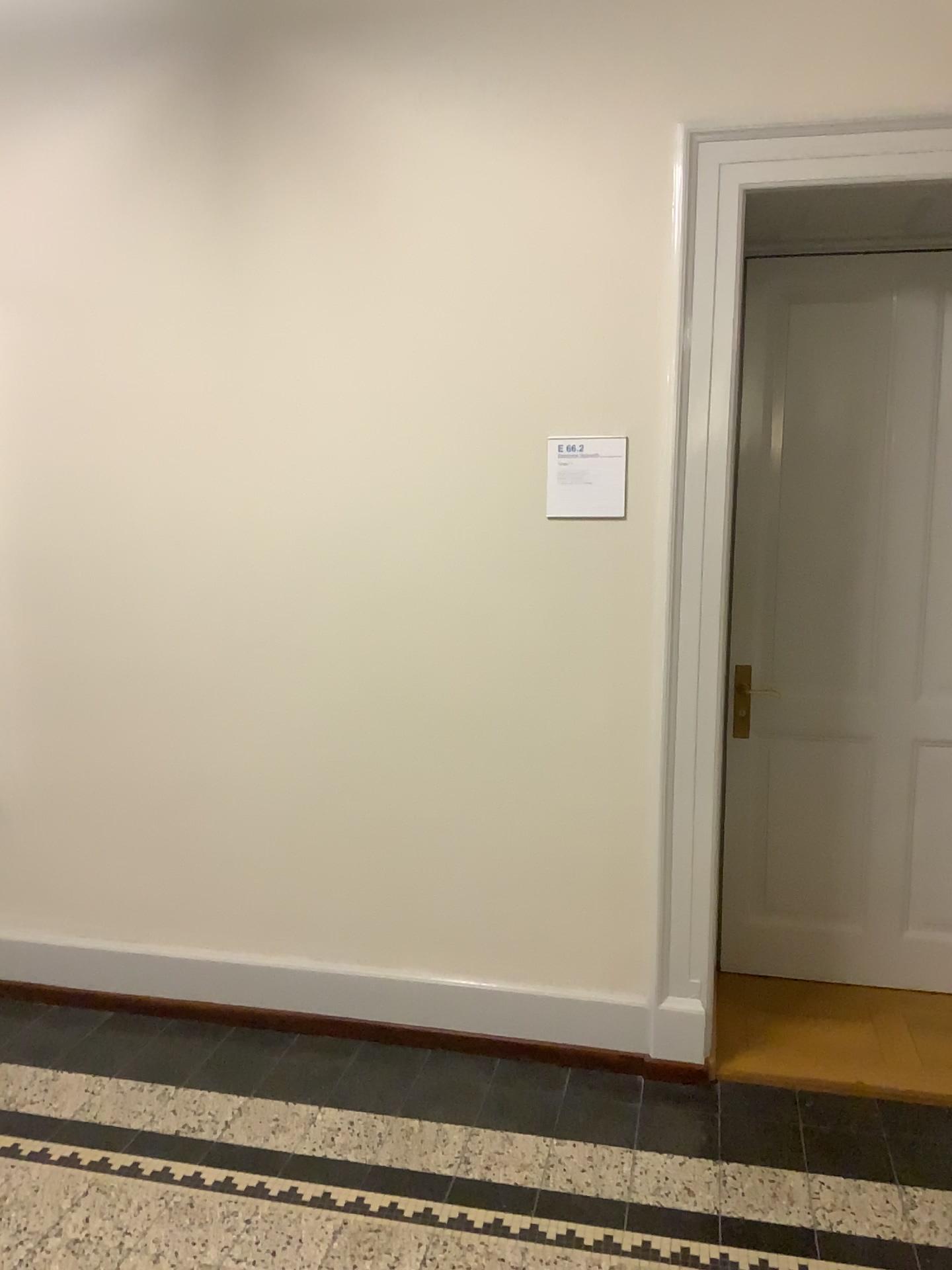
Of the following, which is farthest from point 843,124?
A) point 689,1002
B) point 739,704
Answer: point 689,1002

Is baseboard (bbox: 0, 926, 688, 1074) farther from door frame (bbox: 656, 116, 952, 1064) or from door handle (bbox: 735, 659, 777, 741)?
door handle (bbox: 735, 659, 777, 741)

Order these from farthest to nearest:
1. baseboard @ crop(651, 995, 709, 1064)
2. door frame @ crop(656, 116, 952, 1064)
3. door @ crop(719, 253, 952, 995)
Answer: door @ crop(719, 253, 952, 995)
baseboard @ crop(651, 995, 709, 1064)
door frame @ crop(656, 116, 952, 1064)

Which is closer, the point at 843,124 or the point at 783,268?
the point at 843,124

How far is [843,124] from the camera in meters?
2.6 m

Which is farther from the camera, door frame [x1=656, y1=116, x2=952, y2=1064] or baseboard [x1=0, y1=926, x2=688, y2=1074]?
baseboard [x1=0, y1=926, x2=688, y2=1074]

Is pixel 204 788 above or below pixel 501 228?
below

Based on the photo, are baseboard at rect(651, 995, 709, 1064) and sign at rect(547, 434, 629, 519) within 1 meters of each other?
no

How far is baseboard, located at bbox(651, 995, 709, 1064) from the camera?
2.9m

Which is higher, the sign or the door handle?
the sign
